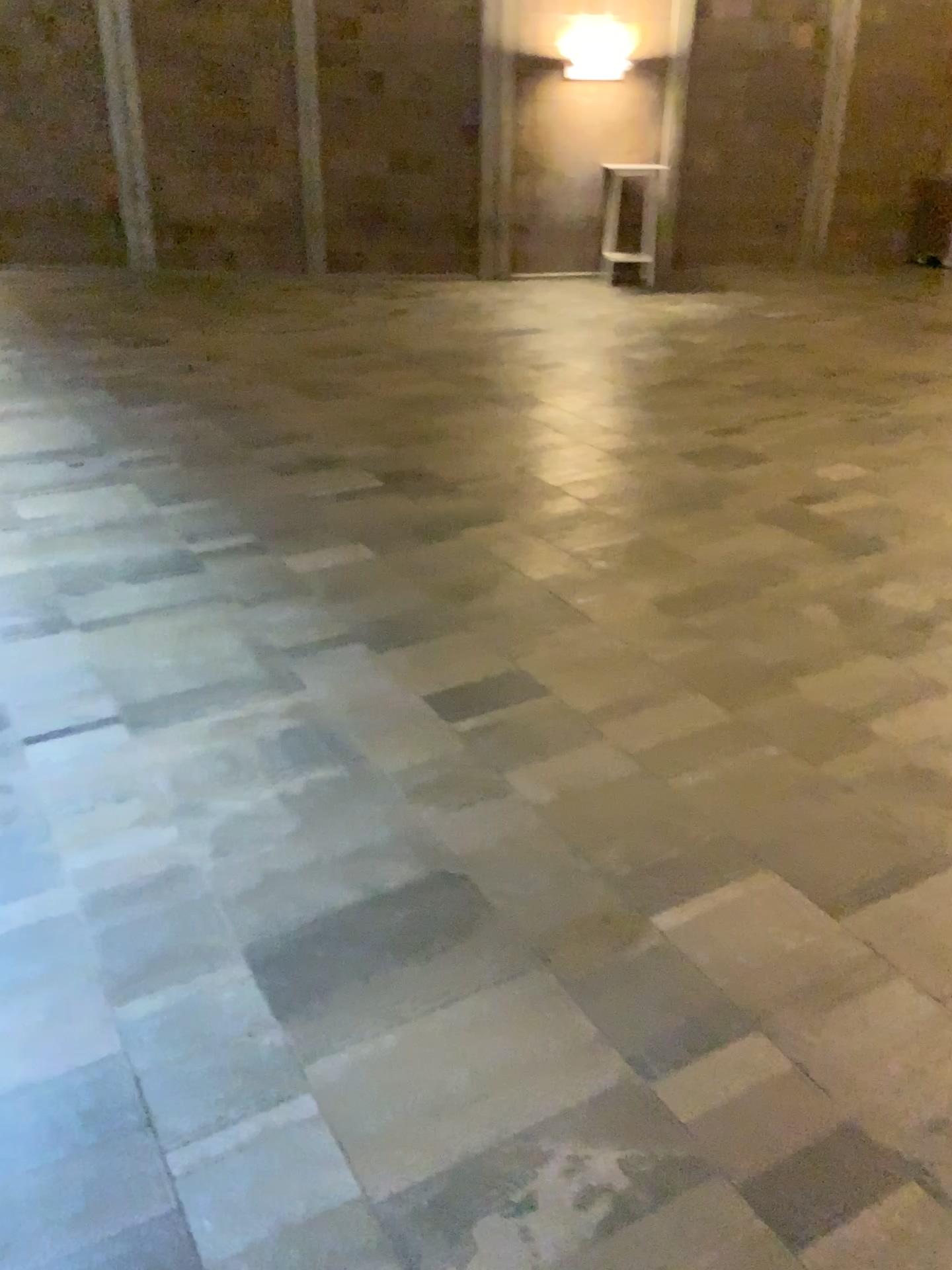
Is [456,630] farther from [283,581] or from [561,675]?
[283,581]
